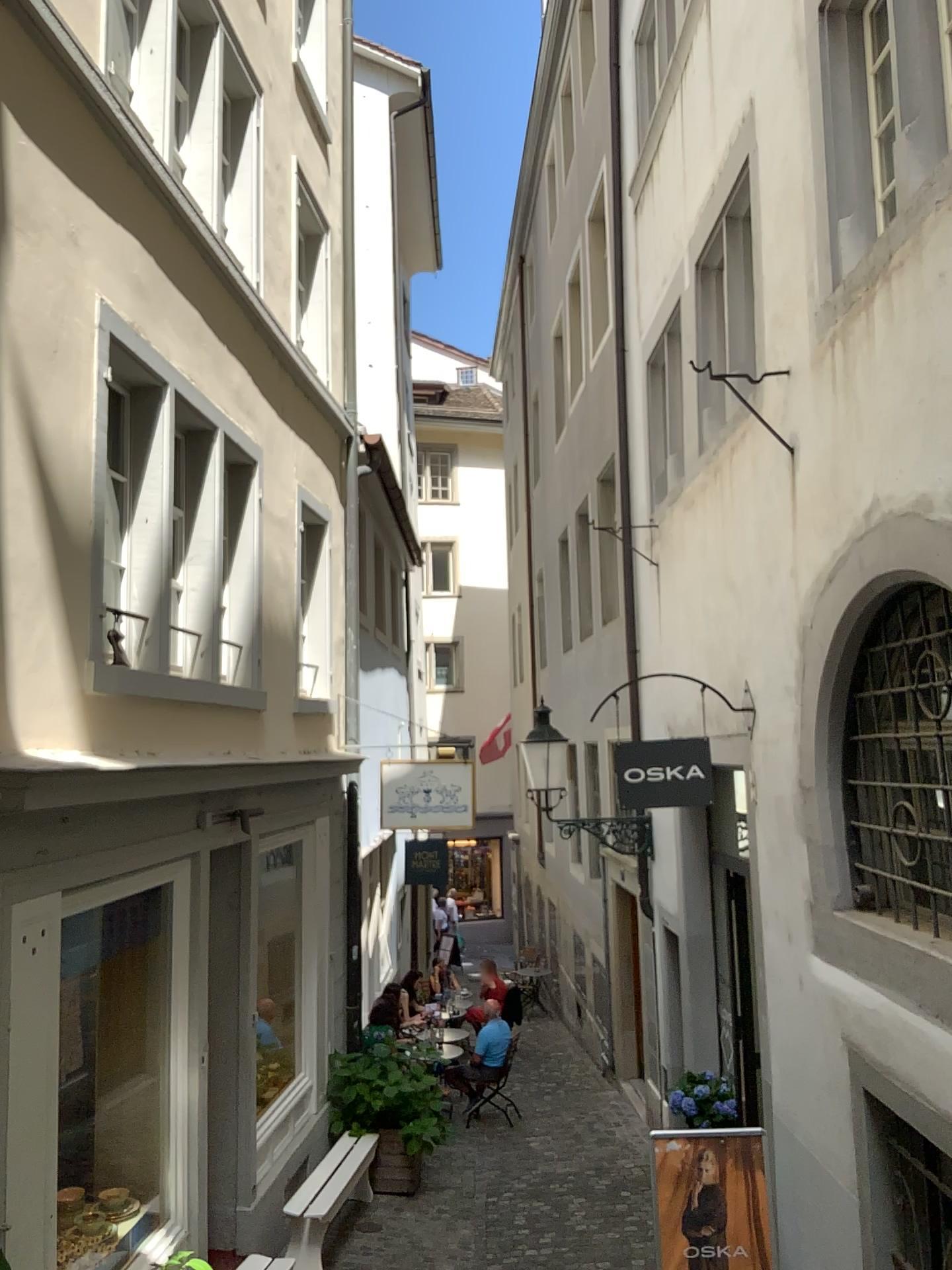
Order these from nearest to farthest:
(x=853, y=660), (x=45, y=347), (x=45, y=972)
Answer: (x=45, y=972)
(x=45, y=347)
(x=853, y=660)
